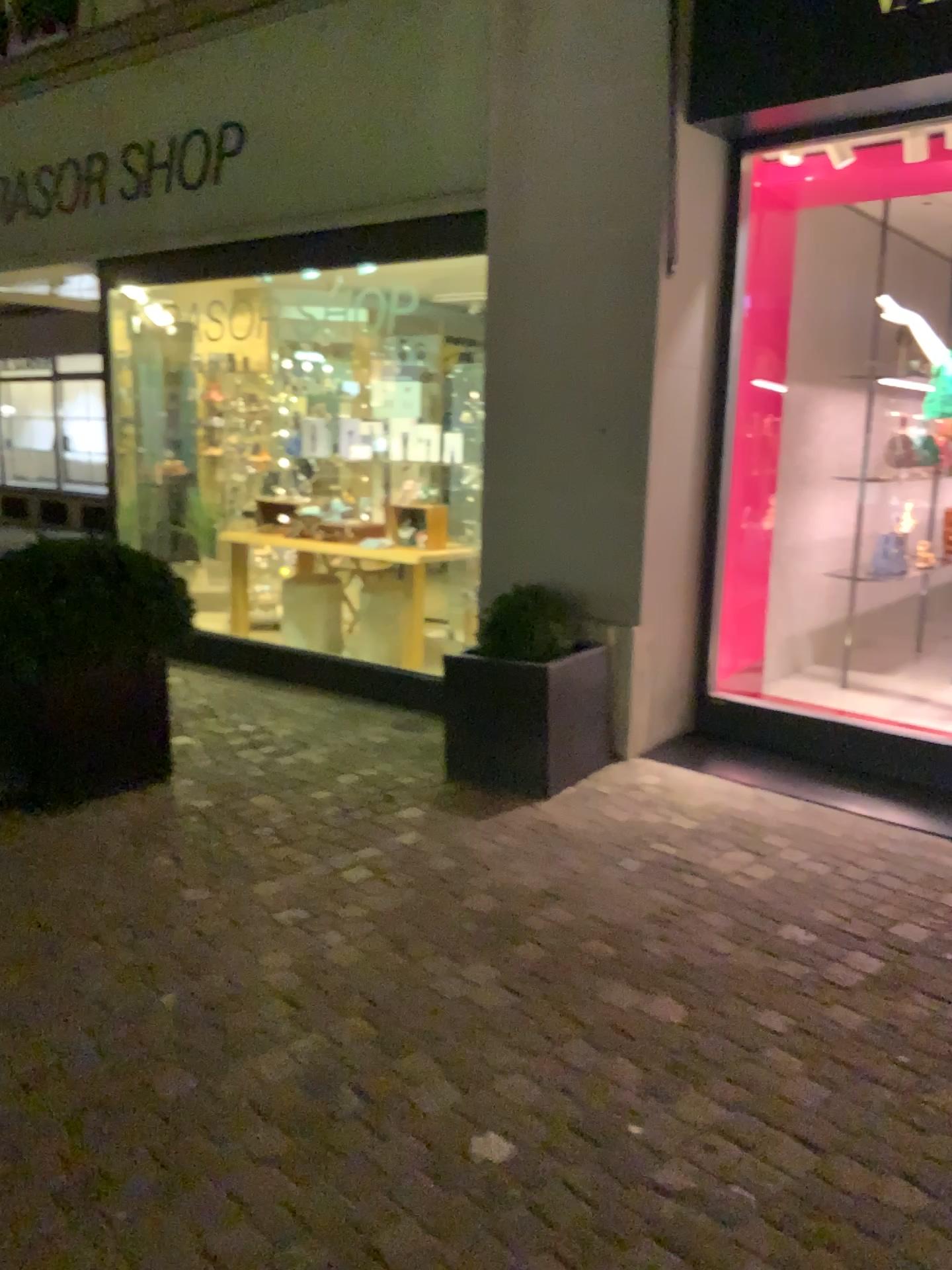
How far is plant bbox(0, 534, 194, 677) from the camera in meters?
3.8 m

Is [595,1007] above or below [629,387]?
below

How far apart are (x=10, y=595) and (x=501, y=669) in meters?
1.8 m

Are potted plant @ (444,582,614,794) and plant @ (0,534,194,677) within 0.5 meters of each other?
no

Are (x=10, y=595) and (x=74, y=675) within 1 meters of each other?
yes

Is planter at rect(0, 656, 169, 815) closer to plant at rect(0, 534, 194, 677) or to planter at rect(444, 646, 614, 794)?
plant at rect(0, 534, 194, 677)

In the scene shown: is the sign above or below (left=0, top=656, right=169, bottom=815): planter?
above

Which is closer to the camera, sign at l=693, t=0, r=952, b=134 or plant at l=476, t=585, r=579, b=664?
sign at l=693, t=0, r=952, b=134

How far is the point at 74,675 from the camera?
3.93m

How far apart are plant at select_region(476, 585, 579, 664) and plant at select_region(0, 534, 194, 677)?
1.2m
